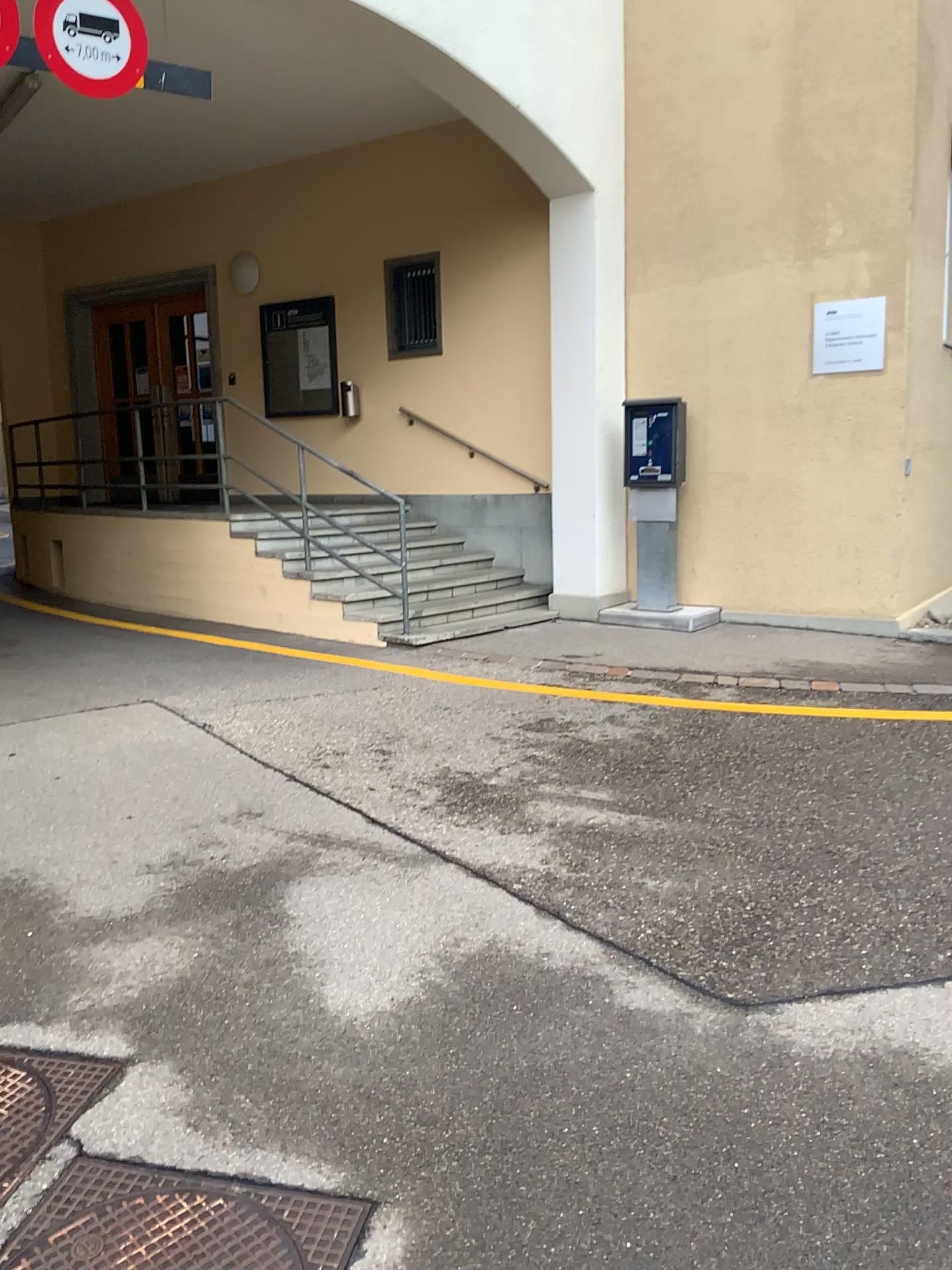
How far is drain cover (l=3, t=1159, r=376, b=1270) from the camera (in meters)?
2.01

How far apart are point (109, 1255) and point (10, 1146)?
0.5 meters

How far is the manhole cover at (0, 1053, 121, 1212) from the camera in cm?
234

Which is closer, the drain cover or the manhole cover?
the drain cover

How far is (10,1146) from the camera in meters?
2.3 m

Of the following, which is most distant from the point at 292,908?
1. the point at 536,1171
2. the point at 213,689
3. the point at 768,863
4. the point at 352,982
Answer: the point at 213,689

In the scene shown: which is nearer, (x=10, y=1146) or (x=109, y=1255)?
(x=109, y=1255)
